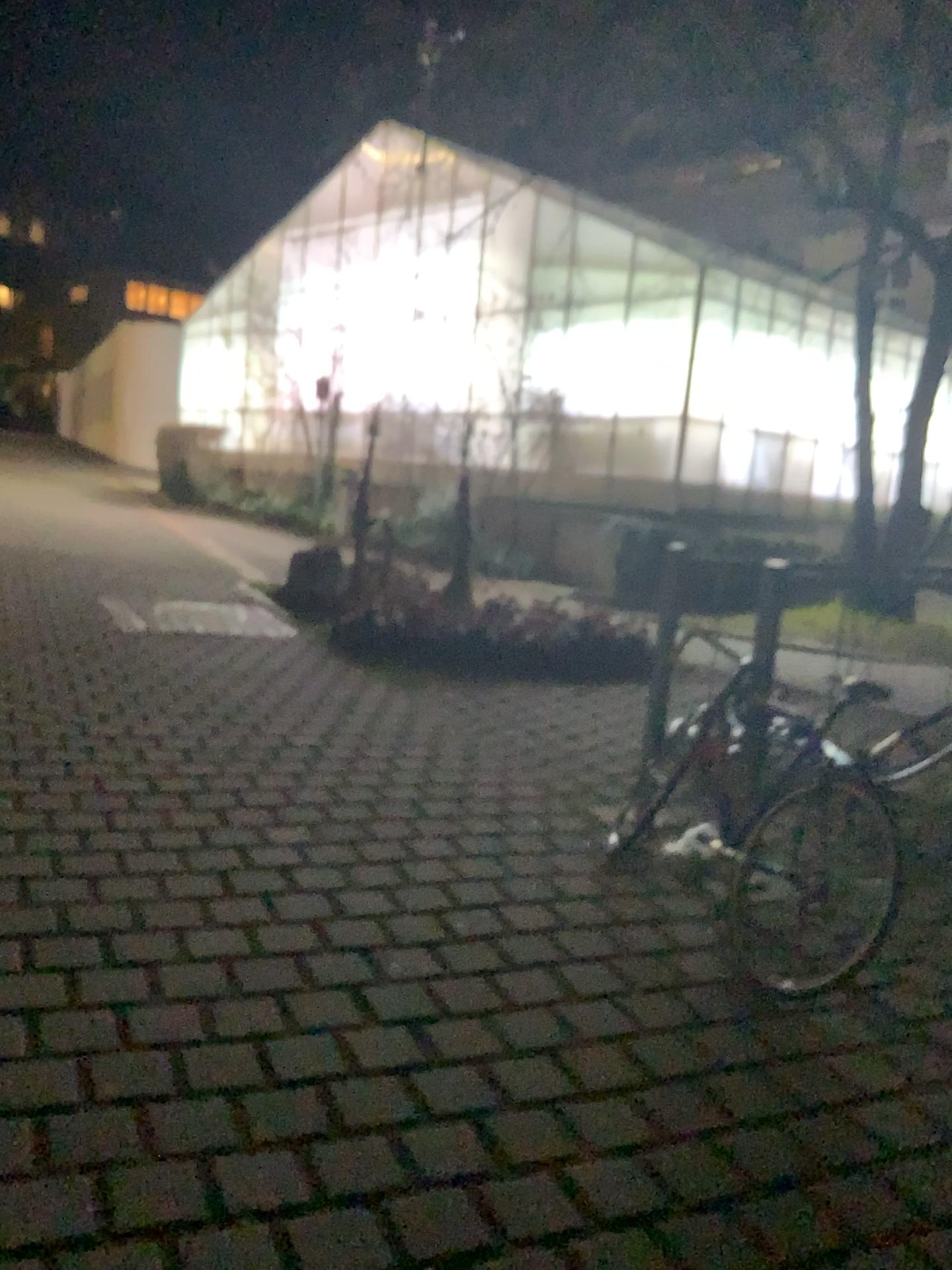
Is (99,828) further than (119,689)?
No
